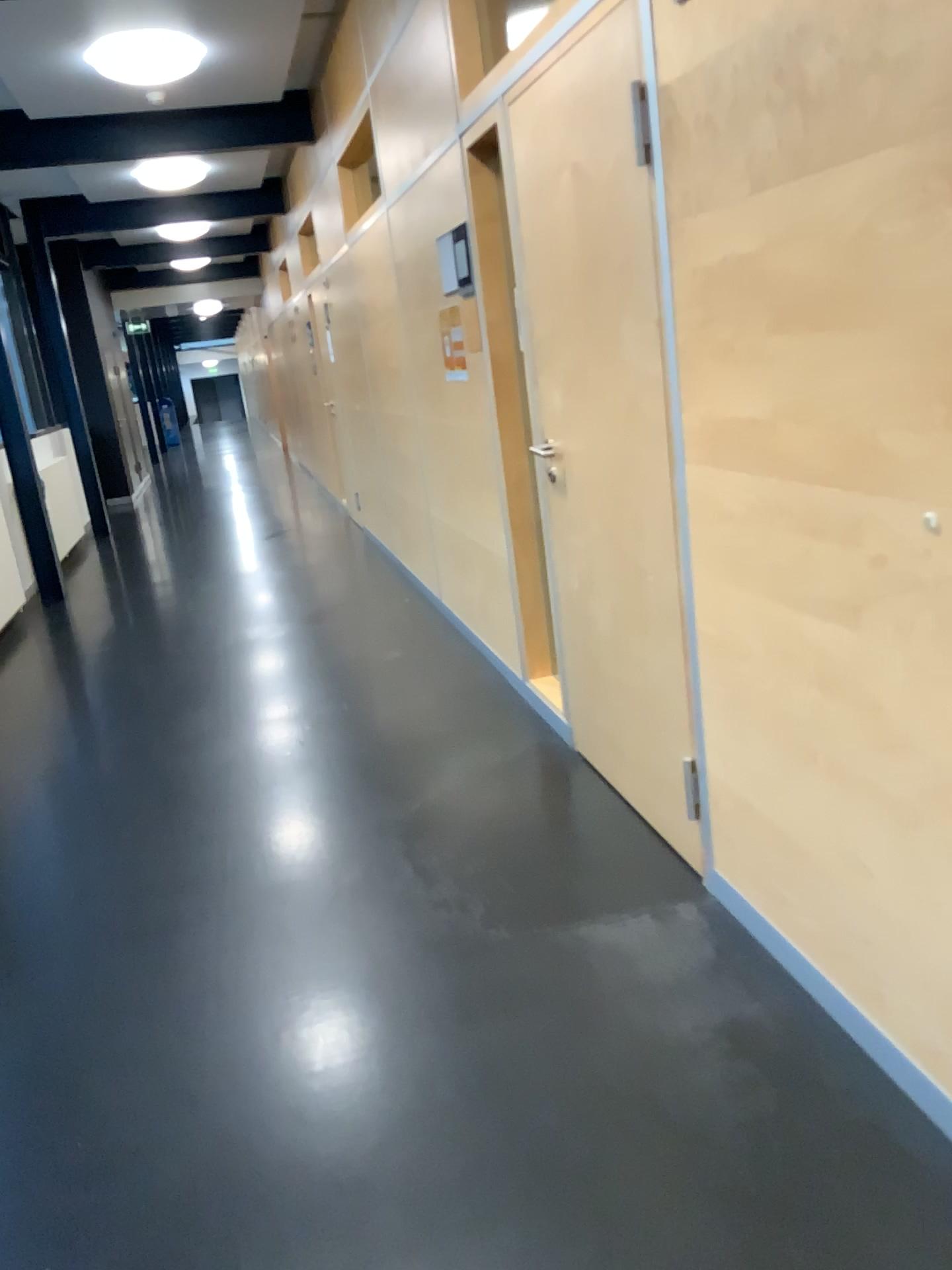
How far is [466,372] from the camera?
4.09m
